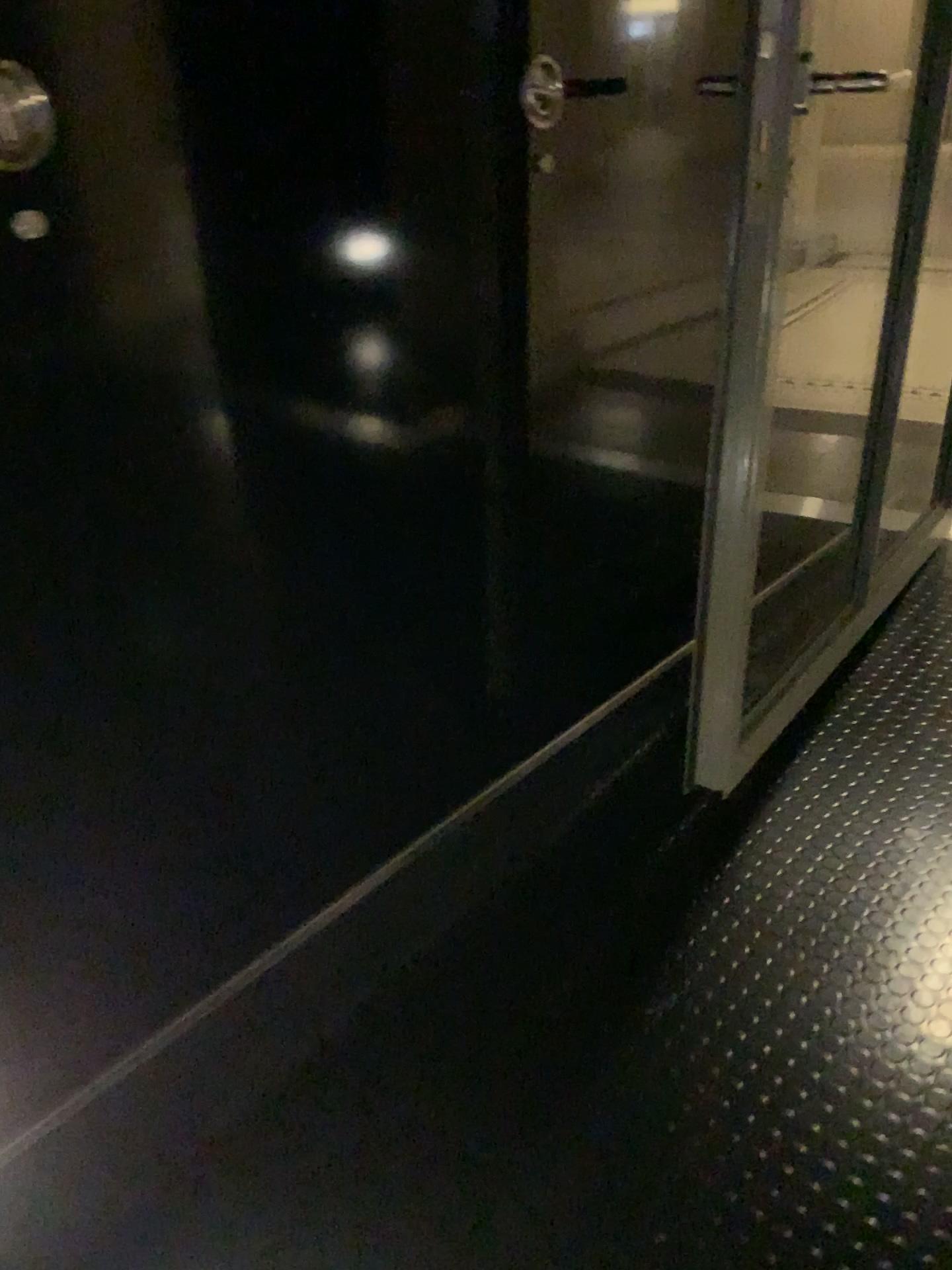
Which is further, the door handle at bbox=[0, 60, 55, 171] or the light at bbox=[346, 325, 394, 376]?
the light at bbox=[346, 325, 394, 376]

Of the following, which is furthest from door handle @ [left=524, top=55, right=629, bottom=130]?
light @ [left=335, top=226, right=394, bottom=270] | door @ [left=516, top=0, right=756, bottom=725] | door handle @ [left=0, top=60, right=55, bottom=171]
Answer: door handle @ [left=0, top=60, right=55, bottom=171]

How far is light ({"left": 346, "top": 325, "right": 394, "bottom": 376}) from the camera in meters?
1.2

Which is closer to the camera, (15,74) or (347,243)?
(15,74)

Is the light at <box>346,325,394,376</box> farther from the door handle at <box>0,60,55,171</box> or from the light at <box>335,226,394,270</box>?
the door handle at <box>0,60,55,171</box>

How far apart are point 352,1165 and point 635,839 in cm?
72

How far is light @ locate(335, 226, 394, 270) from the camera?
1.10m

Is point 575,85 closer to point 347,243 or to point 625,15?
point 625,15

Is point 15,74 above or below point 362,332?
above

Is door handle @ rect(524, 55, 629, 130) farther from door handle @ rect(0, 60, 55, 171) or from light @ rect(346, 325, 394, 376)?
door handle @ rect(0, 60, 55, 171)
